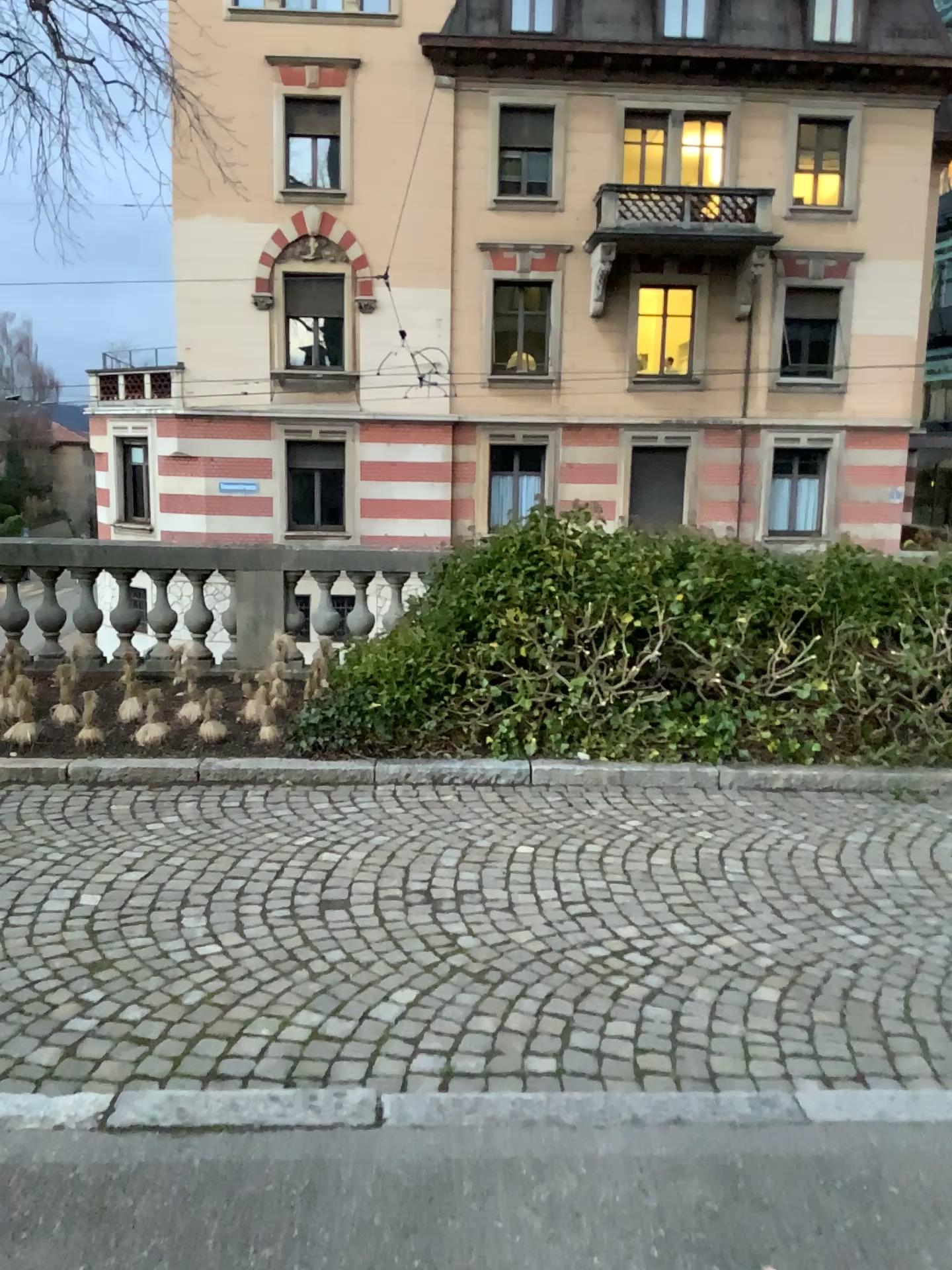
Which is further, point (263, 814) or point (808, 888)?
point (263, 814)
